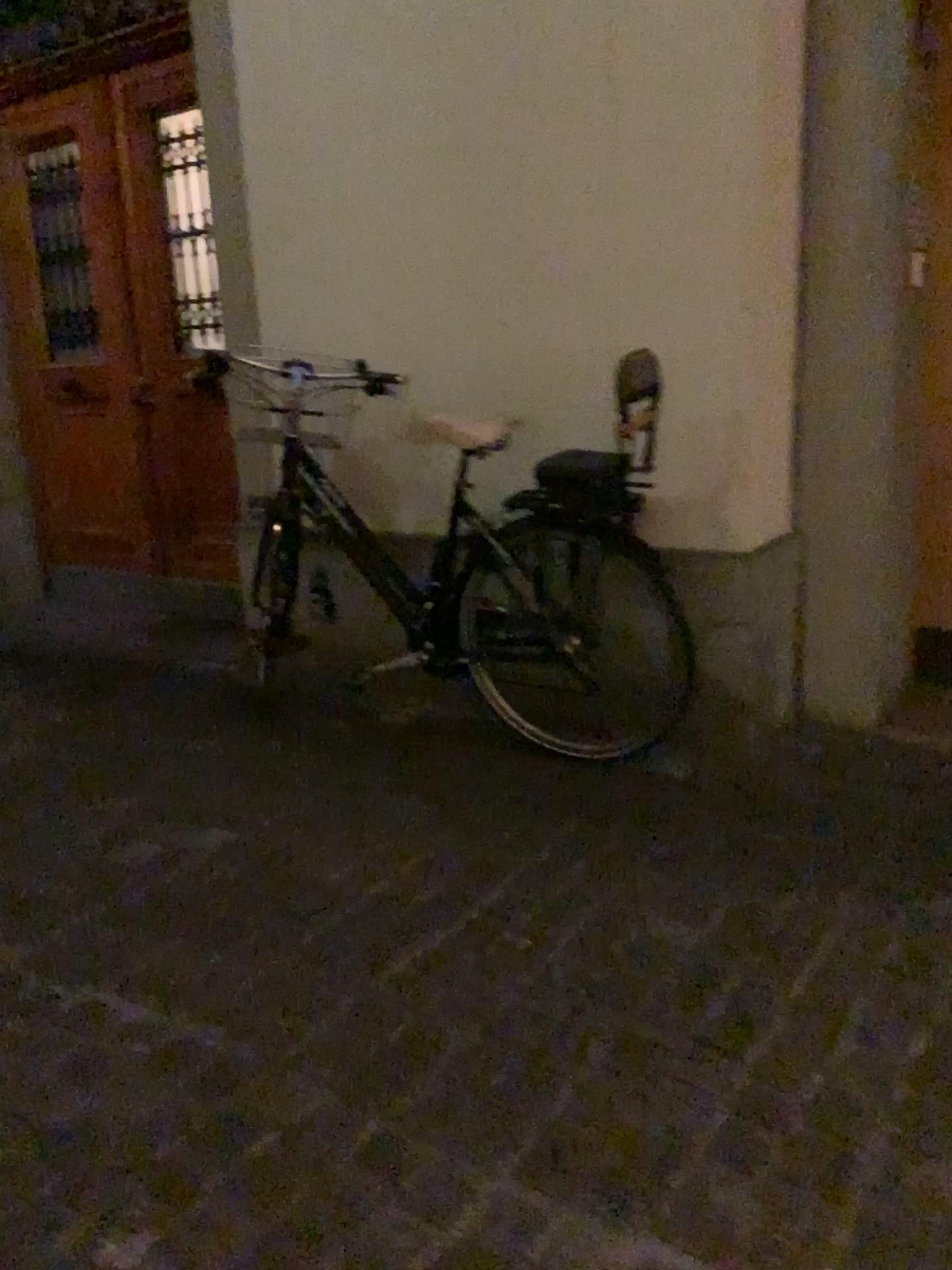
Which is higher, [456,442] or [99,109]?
[99,109]

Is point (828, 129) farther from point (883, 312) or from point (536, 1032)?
point (536, 1032)

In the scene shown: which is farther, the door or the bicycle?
the door

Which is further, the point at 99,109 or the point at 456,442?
the point at 99,109
